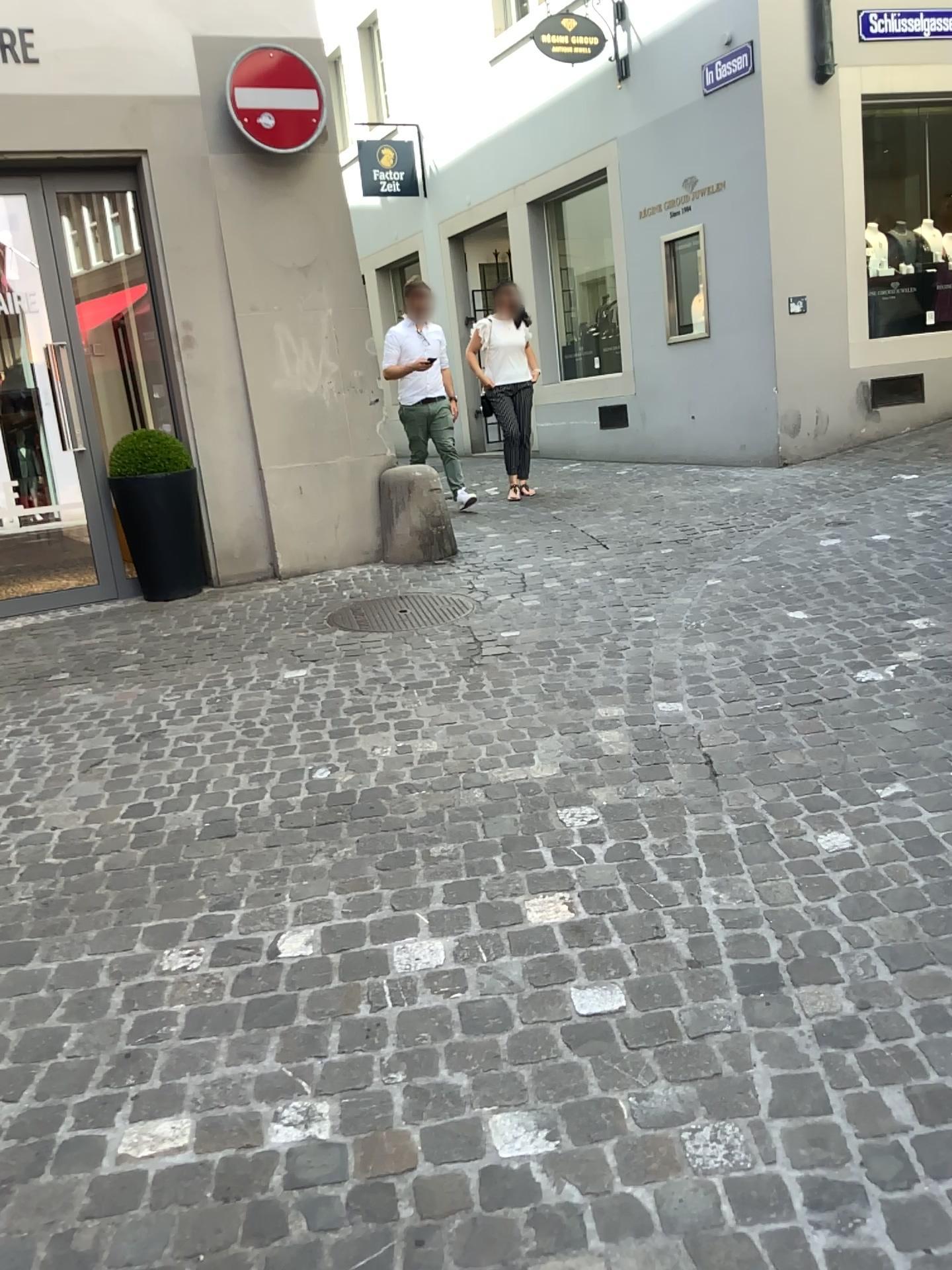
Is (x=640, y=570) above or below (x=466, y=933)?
above

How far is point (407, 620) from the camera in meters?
4.8 m

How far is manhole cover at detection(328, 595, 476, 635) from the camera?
4.8 meters
